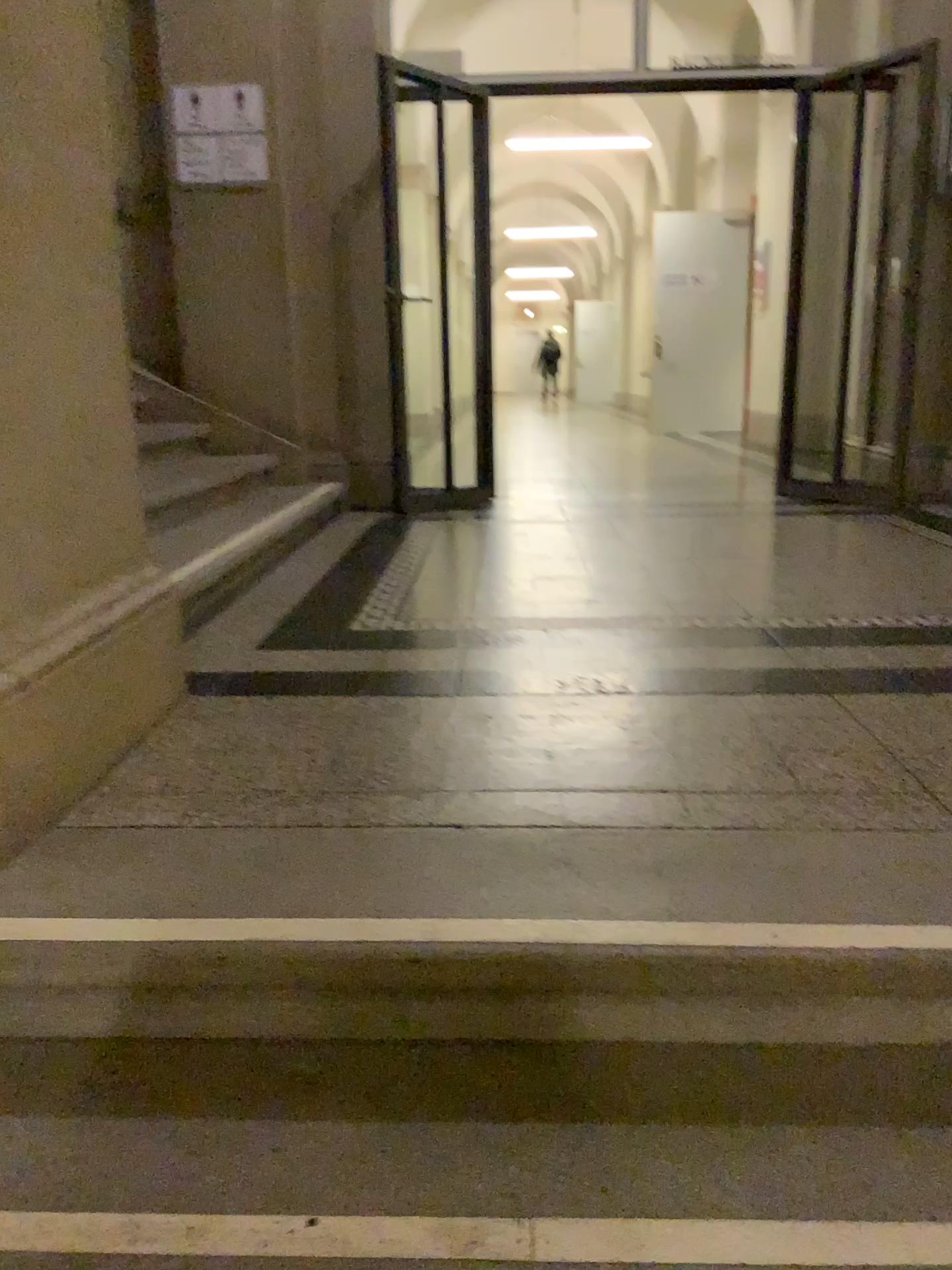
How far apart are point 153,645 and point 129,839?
0.6 meters
